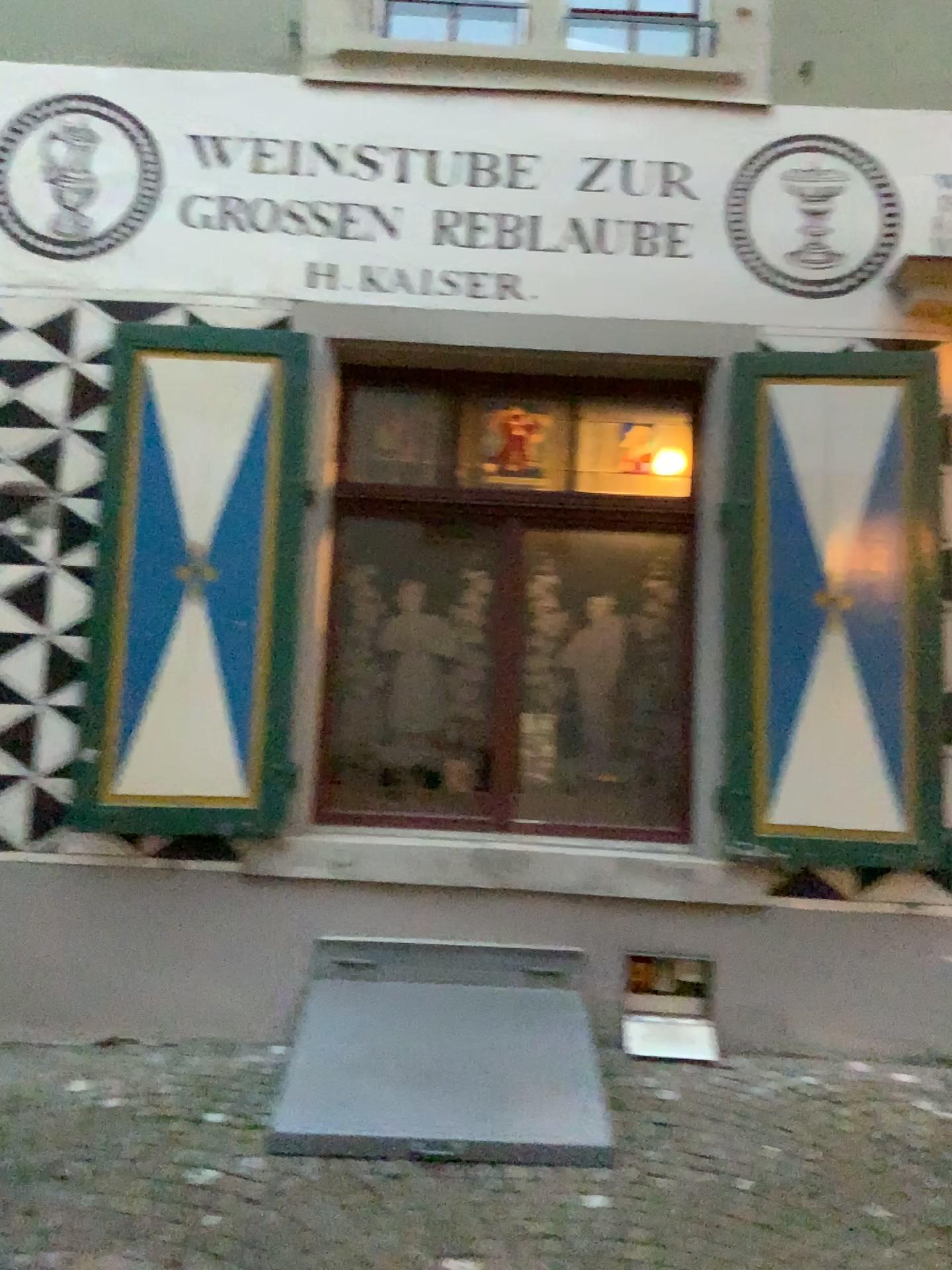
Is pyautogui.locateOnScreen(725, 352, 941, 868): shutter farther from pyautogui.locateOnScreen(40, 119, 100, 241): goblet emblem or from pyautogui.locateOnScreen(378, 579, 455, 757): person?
pyautogui.locateOnScreen(40, 119, 100, 241): goblet emblem

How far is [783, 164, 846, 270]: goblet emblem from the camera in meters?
4.2 m

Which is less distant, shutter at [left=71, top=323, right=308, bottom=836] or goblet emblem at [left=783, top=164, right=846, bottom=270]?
shutter at [left=71, top=323, right=308, bottom=836]

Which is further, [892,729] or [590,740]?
[590,740]

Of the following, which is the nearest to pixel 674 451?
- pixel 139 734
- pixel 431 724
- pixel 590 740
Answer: pixel 590 740

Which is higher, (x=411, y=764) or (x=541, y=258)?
(x=541, y=258)

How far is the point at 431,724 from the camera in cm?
419

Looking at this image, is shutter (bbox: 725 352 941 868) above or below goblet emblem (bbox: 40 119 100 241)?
below

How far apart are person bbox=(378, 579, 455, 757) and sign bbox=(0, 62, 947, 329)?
1.13m

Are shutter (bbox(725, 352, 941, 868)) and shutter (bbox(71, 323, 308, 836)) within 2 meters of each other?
yes
